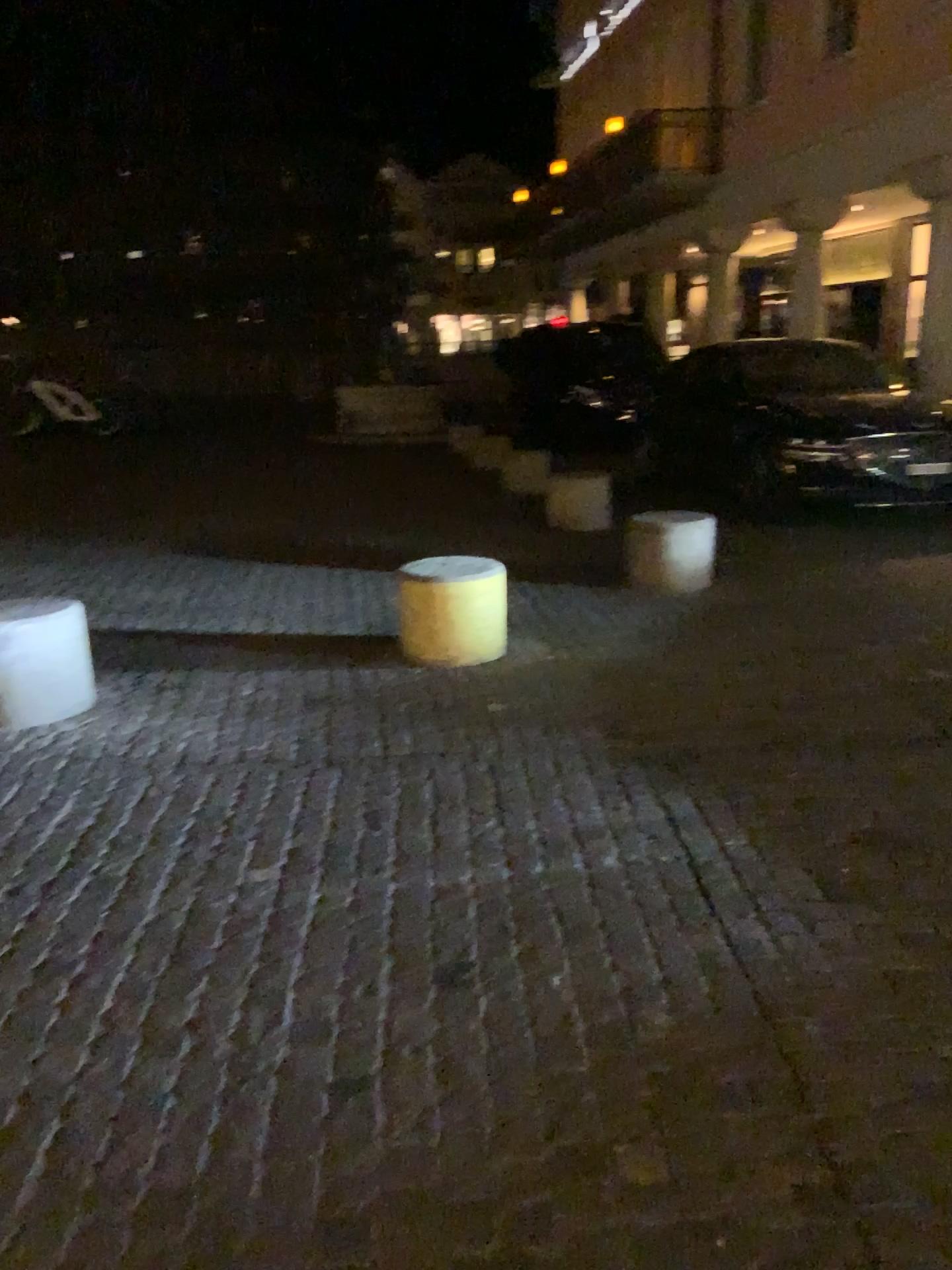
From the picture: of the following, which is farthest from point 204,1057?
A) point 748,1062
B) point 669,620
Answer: point 669,620

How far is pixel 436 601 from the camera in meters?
4.8

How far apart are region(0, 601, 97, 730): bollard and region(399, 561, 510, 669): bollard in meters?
1.4

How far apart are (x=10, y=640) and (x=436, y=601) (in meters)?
1.77

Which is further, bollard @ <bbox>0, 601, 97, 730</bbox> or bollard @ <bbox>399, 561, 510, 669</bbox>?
bollard @ <bbox>399, 561, 510, 669</bbox>

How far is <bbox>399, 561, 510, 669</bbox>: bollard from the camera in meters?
4.8

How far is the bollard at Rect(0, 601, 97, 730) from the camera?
4.1 meters

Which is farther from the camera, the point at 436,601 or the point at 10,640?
the point at 436,601
